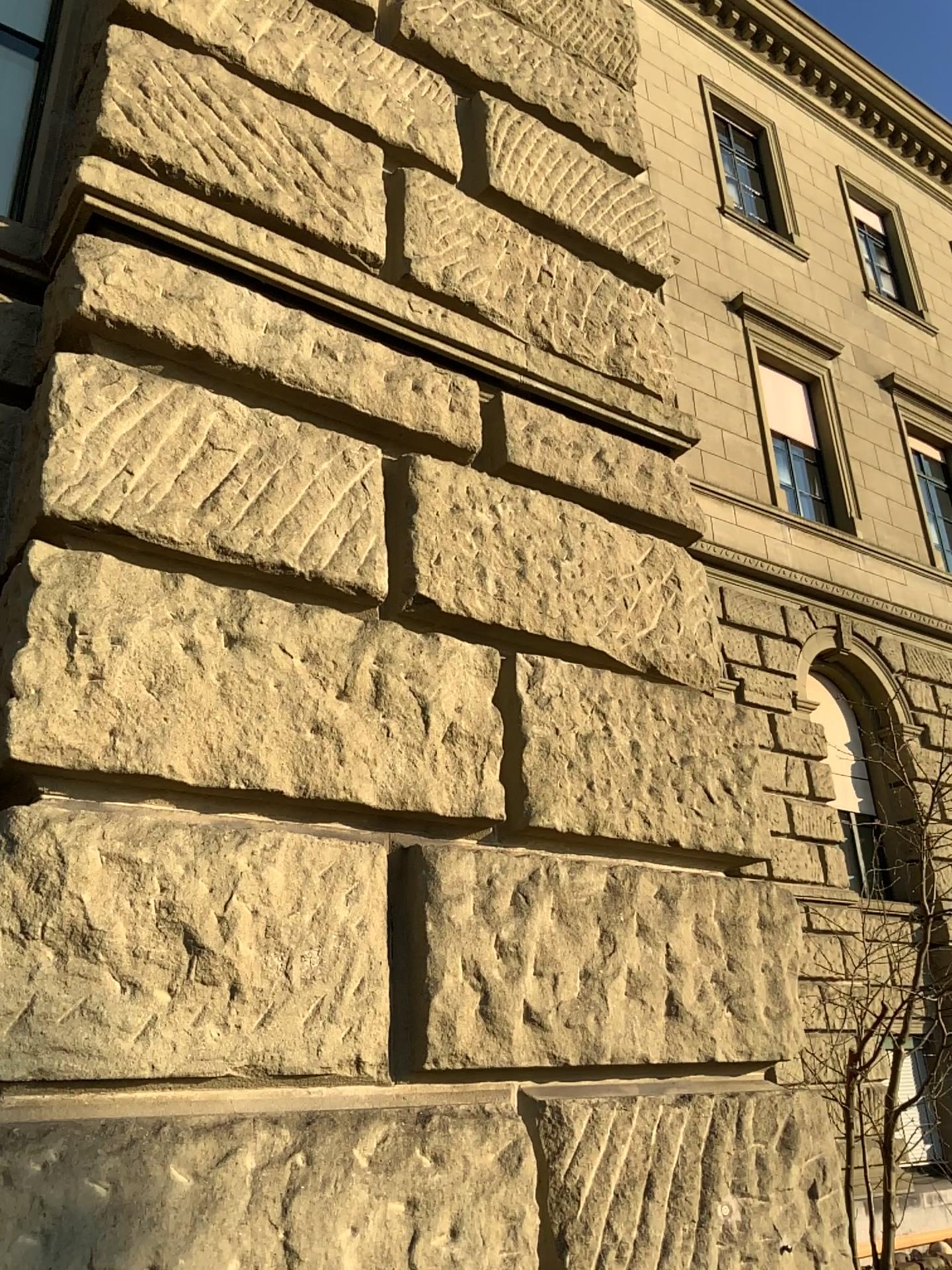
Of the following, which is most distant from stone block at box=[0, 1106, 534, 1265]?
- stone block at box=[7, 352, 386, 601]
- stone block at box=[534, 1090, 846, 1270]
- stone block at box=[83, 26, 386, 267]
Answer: stone block at box=[83, 26, 386, 267]

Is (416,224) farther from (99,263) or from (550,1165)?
(550,1165)

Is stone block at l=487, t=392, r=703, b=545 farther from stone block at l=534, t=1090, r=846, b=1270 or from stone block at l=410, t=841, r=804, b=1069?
stone block at l=534, t=1090, r=846, b=1270

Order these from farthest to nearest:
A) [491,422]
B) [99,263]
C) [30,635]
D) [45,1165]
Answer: [491,422], [99,263], [30,635], [45,1165]

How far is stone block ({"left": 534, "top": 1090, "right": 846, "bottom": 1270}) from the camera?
2.1m

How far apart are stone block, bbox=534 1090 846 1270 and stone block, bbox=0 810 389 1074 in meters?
0.4

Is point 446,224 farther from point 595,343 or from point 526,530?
point 526,530

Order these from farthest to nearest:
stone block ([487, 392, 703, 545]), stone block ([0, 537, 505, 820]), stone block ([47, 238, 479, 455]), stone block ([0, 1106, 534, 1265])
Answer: stone block ([487, 392, 703, 545]), stone block ([47, 238, 479, 455]), stone block ([0, 537, 505, 820]), stone block ([0, 1106, 534, 1265])

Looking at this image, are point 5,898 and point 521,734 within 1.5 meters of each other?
yes

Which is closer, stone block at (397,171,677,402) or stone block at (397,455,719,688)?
stone block at (397,455,719,688)
